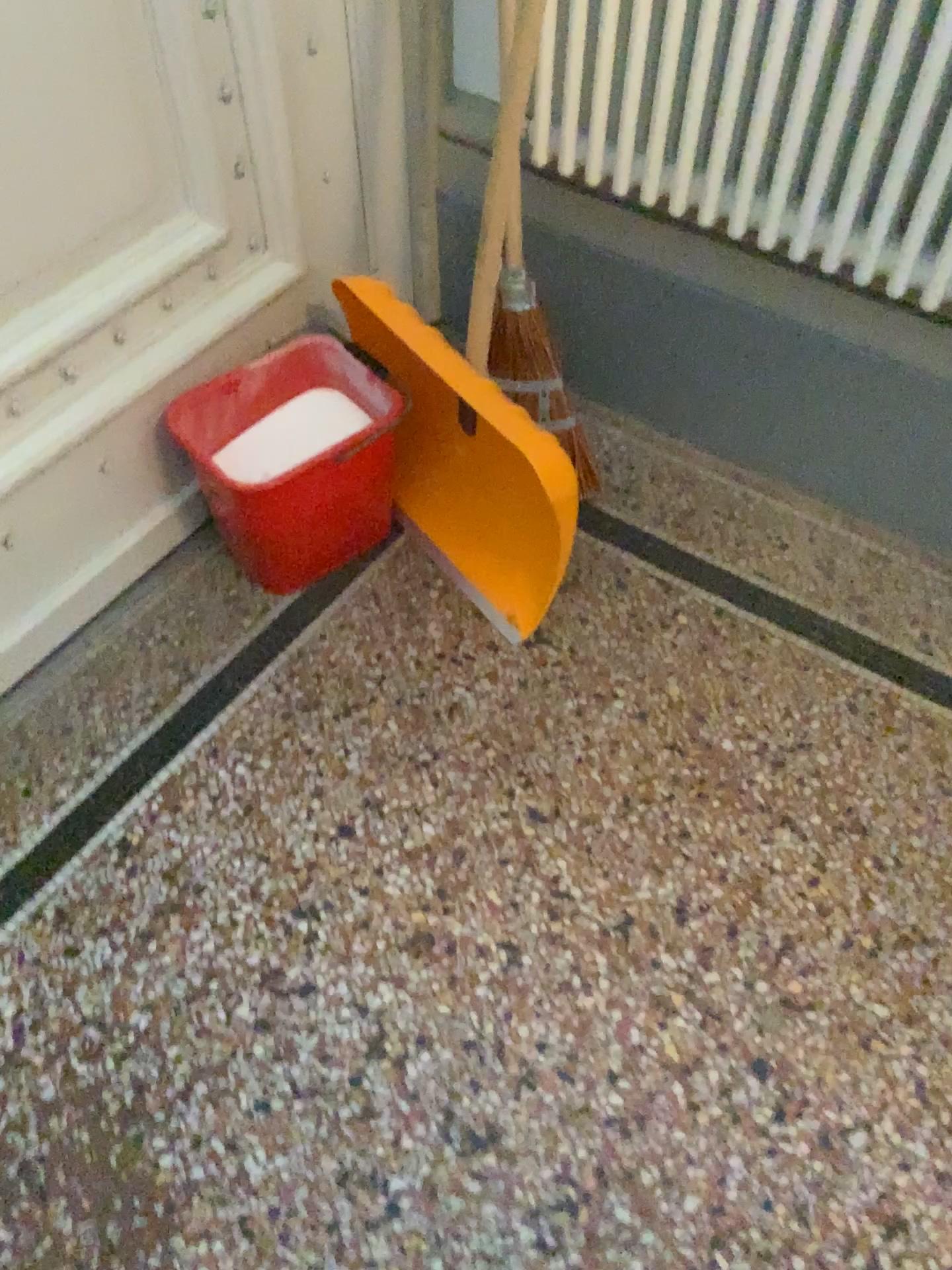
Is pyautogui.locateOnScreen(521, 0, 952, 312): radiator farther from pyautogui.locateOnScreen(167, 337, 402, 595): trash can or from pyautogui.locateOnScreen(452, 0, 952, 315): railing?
pyautogui.locateOnScreen(167, 337, 402, 595): trash can

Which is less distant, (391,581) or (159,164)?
(159,164)

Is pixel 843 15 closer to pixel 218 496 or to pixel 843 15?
pixel 843 15

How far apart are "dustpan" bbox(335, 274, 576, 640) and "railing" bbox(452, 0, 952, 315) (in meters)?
0.30

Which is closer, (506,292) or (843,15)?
(843,15)

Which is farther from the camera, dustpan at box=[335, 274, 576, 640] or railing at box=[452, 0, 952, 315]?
dustpan at box=[335, 274, 576, 640]

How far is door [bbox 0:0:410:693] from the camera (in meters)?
1.21

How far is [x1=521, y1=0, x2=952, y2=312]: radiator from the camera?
1.2 meters

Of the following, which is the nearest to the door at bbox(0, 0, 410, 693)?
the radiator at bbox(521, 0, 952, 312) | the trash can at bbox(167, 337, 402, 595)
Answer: the trash can at bbox(167, 337, 402, 595)

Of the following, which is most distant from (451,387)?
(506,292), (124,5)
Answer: (124,5)
